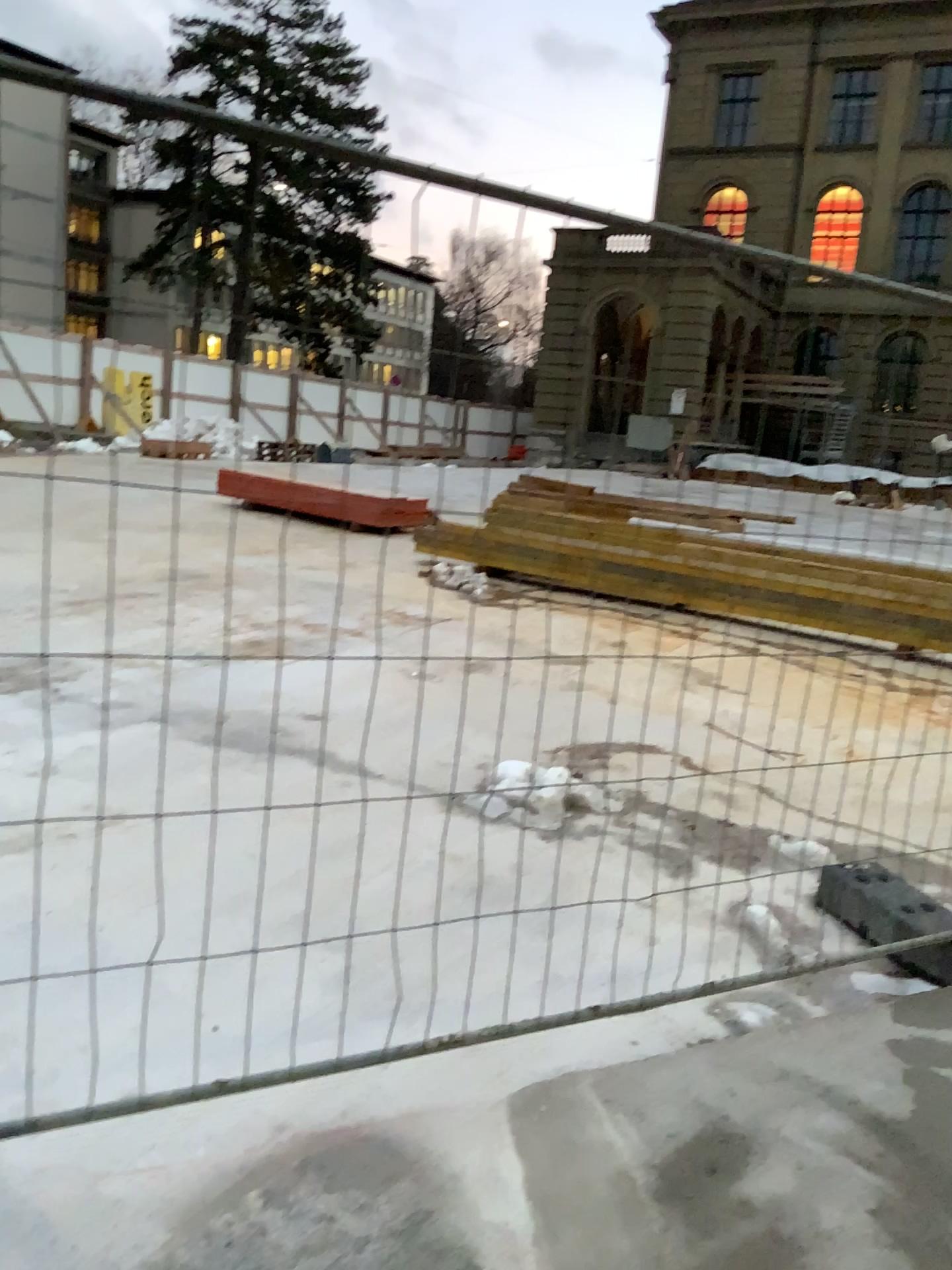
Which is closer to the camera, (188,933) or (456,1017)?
(456,1017)
